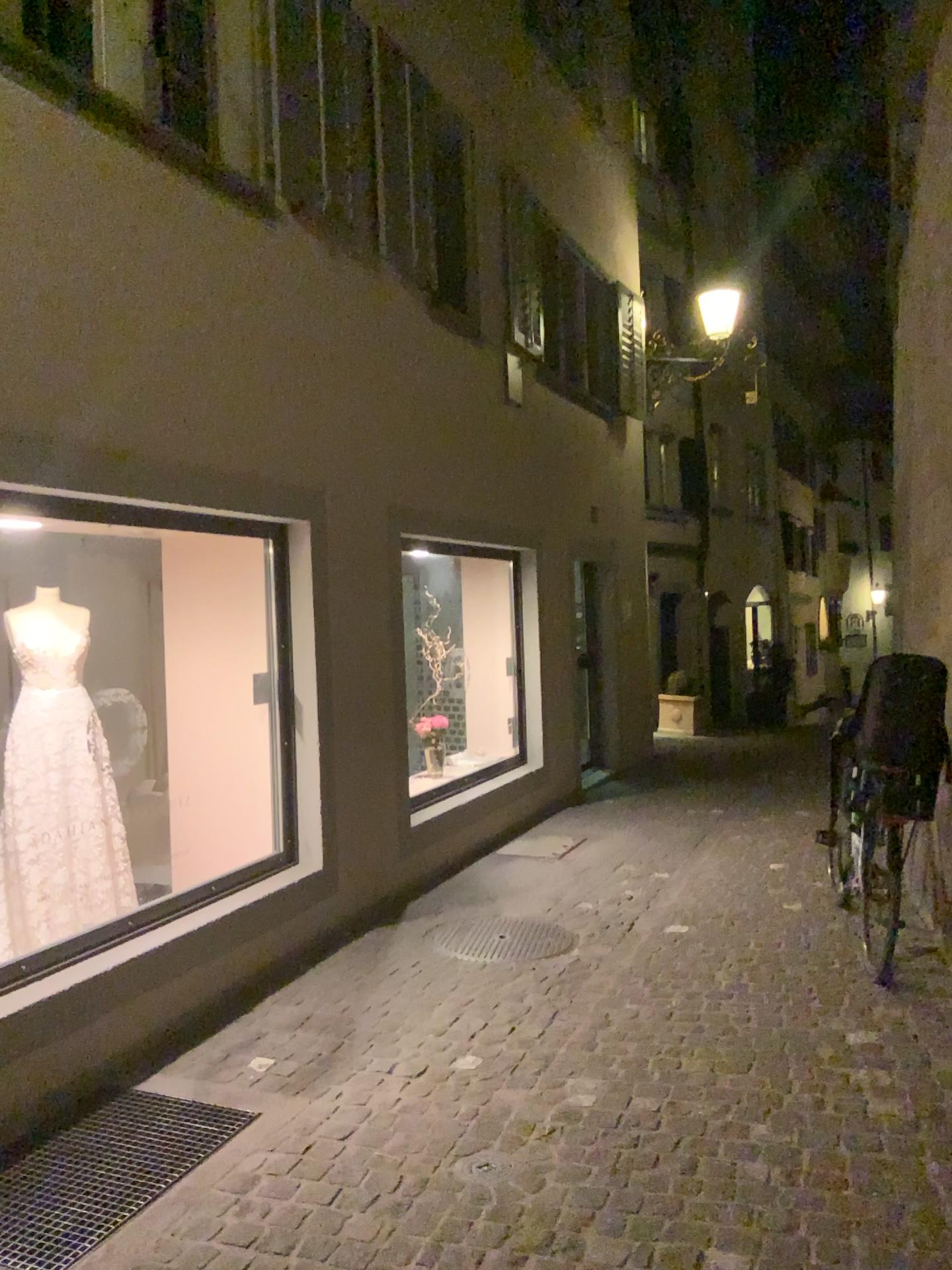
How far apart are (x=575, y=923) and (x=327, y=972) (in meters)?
1.30

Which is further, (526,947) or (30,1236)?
(526,947)

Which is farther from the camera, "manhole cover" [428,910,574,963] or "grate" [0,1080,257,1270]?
"manhole cover" [428,910,574,963]
